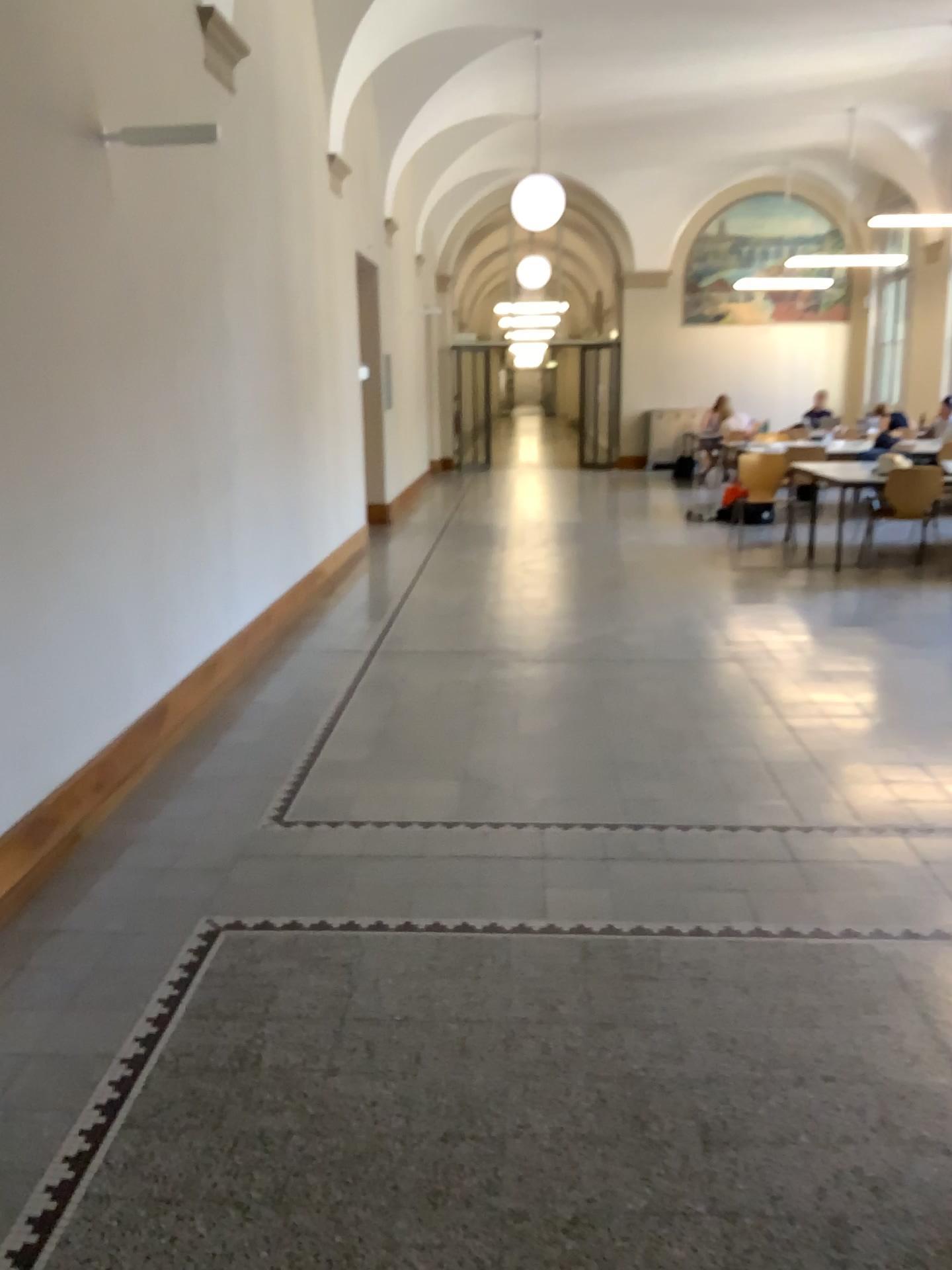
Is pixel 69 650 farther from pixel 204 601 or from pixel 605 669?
pixel 605 669
